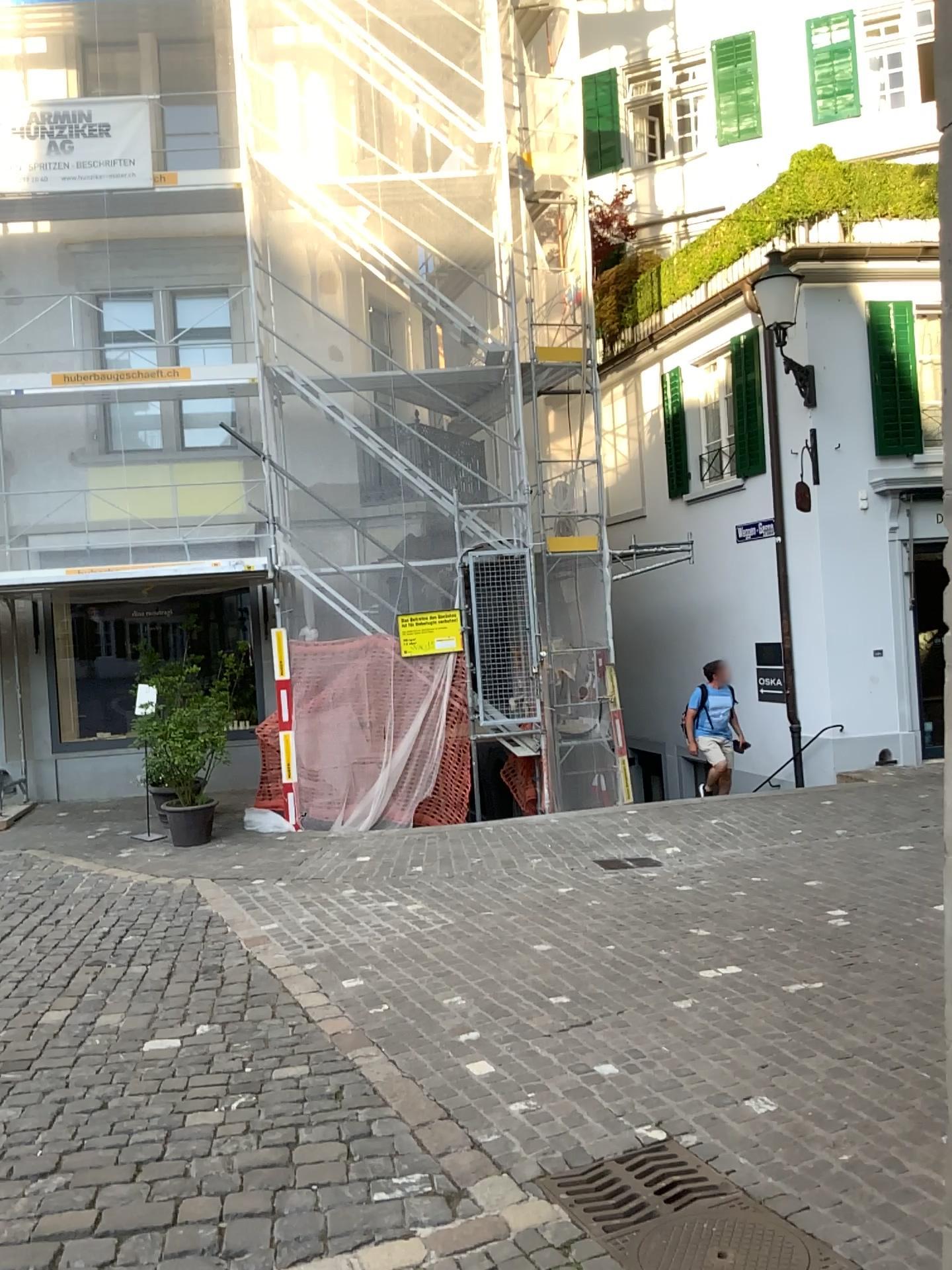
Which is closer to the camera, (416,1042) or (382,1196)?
(382,1196)
